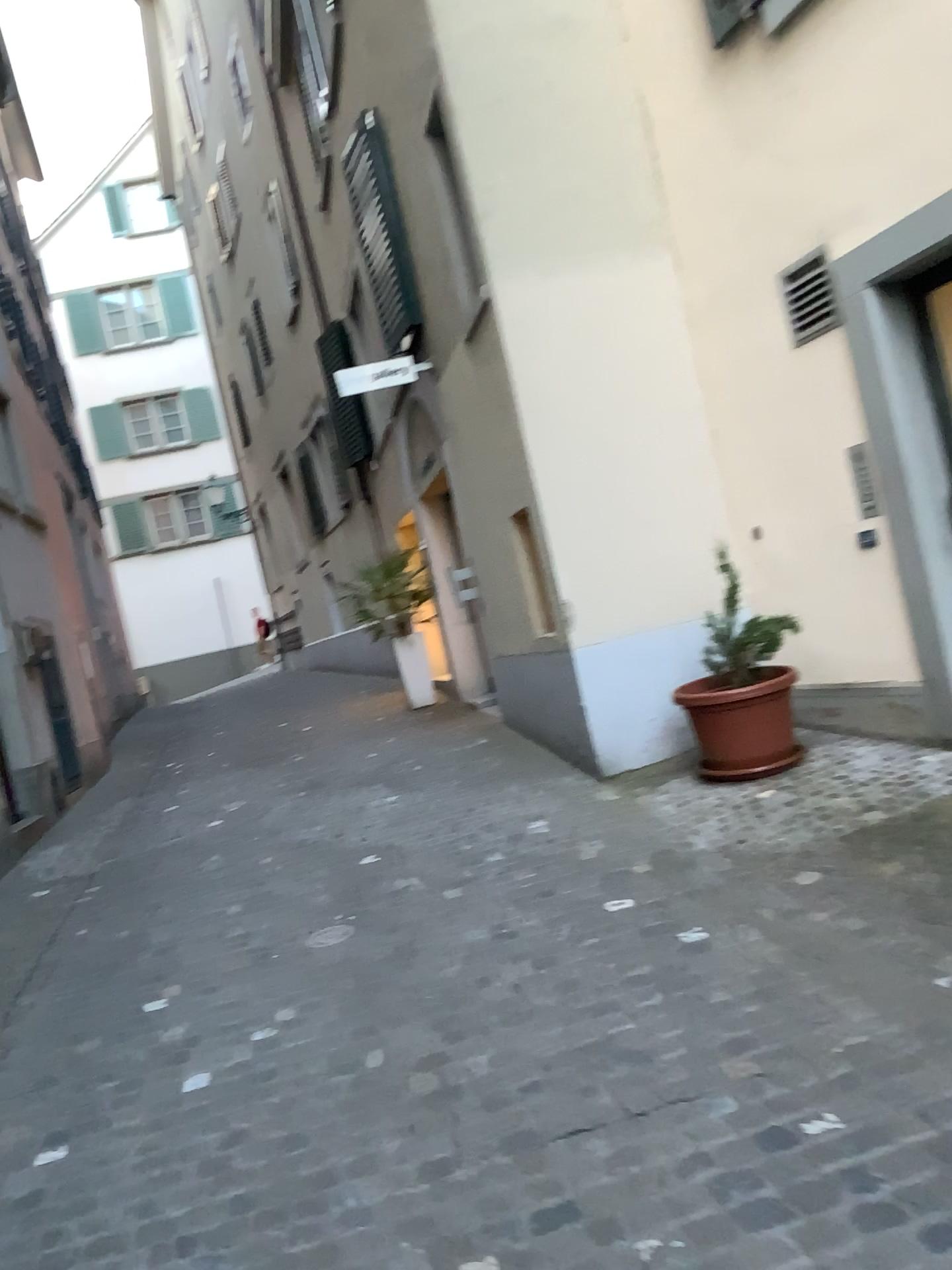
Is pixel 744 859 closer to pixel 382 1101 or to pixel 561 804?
pixel 561 804

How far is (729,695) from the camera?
4.8 meters

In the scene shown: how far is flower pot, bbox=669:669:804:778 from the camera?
4.8m
